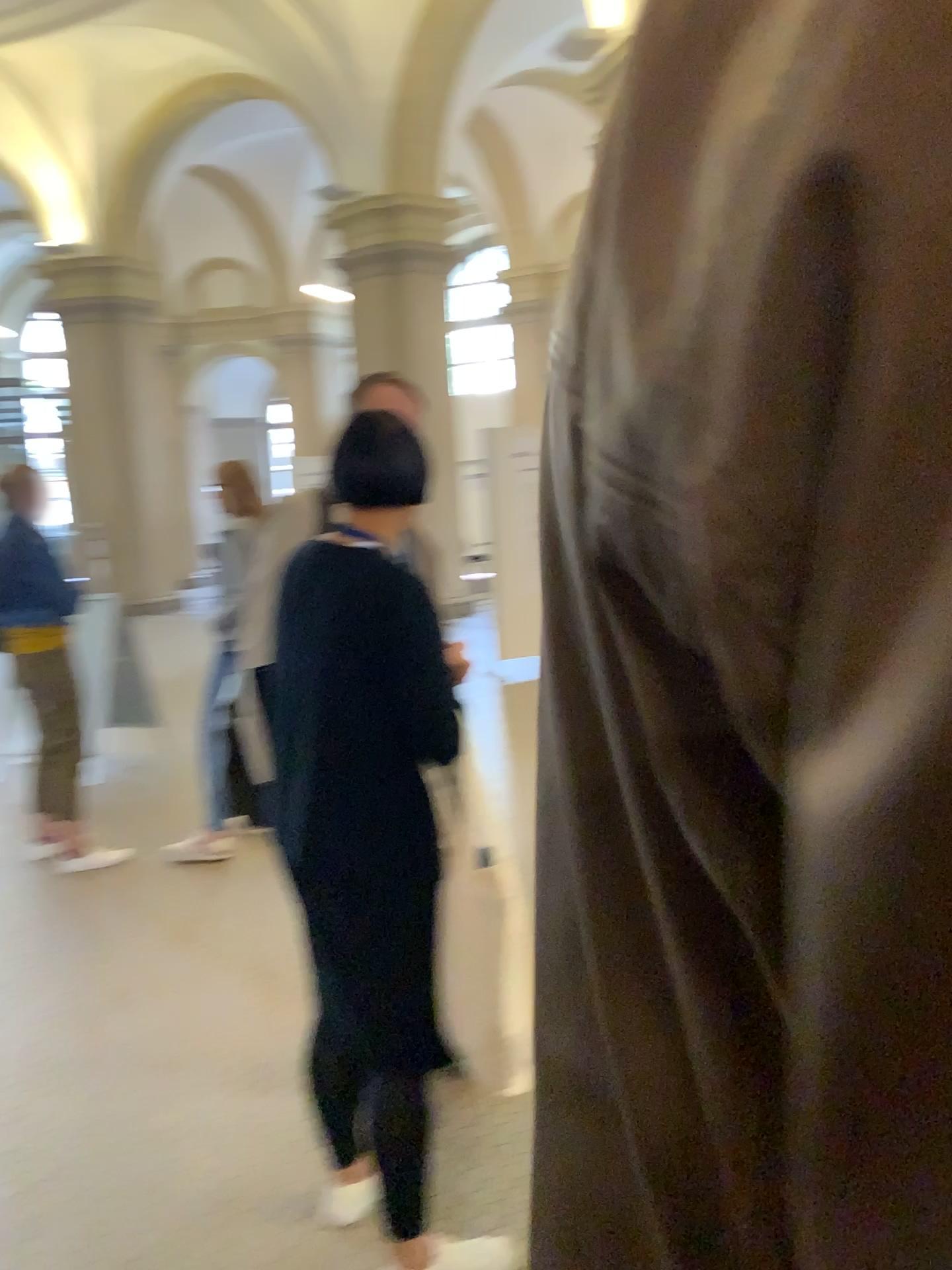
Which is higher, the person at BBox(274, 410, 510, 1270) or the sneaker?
the person at BBox(274, 410, 510, 1270)

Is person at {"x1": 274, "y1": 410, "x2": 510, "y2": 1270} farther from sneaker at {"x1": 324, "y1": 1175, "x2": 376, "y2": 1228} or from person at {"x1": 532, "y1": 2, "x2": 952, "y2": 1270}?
person at {"x1": 532, "y1": 2, "x2": 952, "y2": 1270}

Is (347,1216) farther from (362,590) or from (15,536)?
(15,536)

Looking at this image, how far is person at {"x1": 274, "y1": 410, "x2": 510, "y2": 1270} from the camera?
1.8m

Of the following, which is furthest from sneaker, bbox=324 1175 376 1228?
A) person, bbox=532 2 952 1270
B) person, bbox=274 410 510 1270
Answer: person, bbox=532 2 952 1270

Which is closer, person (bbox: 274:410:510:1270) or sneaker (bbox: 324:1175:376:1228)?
person (bbox: 274:410:510:1270)

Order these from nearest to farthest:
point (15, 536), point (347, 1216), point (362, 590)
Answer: point (362, 590)
point (347, 1216)
point (15, 536)

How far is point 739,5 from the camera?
0.2 meters

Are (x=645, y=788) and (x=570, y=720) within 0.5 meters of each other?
yes

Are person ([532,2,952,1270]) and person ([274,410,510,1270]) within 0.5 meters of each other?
no
